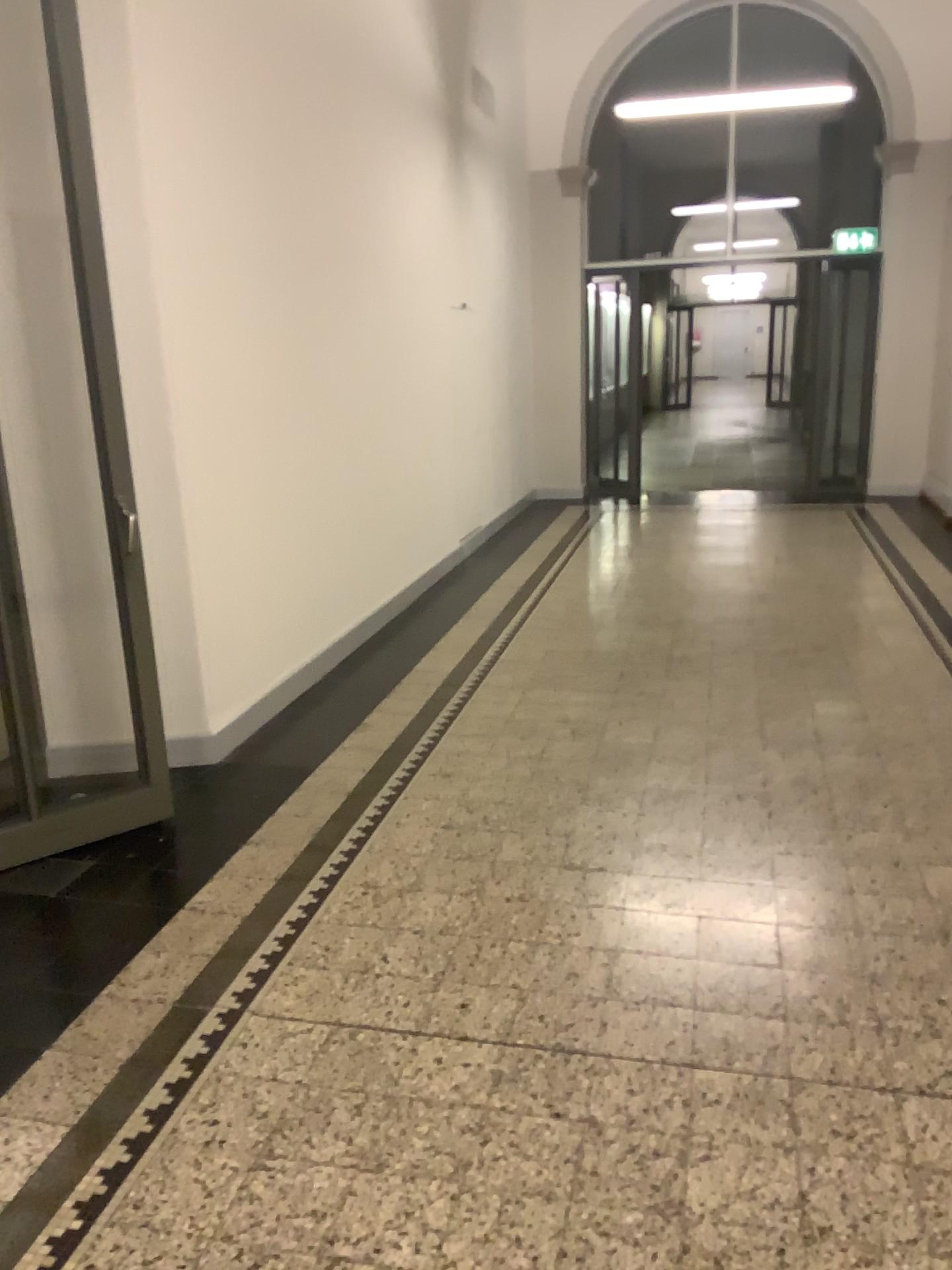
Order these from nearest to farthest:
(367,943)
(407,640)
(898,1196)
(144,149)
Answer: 1. (898,1196)
2. (367,943)
3. (144,149)
4. (407,640)
